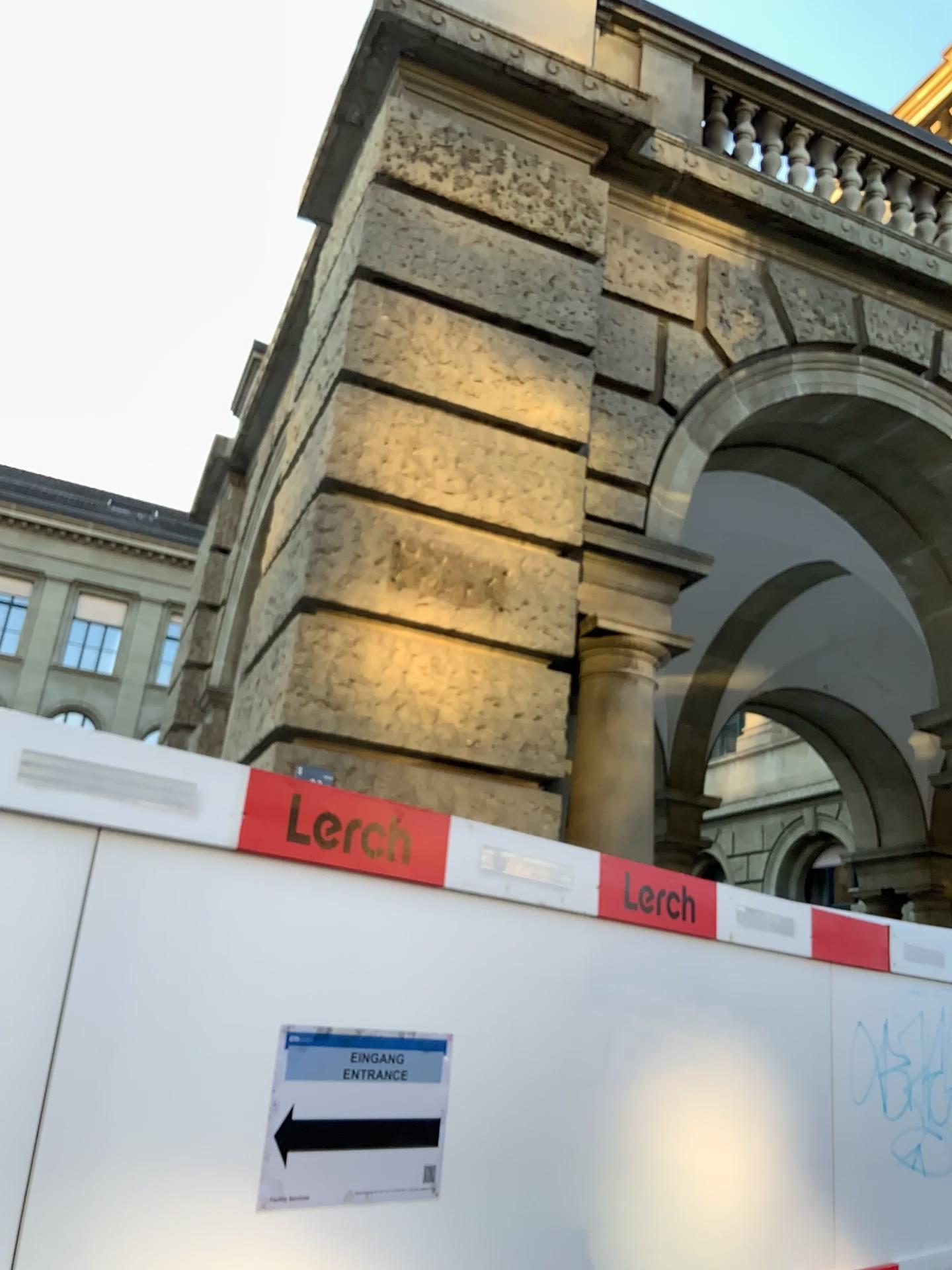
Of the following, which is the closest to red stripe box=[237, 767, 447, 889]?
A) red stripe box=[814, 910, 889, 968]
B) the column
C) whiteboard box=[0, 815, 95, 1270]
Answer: whiteboard box=[0, 815, 95, 1270]

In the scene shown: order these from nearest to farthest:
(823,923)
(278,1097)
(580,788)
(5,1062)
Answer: (5,1062)
(278,1097)
(823,923)
(580,788)

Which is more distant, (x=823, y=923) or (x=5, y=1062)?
(x=823, y=923)

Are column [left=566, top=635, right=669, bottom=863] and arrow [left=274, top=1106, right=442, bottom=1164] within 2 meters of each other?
no

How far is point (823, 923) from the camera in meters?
3.2 m

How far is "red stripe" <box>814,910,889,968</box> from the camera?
3.21m

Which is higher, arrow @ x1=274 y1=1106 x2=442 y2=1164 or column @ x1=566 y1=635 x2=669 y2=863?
→ column @ x1=566 y1=635 x2=669 y2=863

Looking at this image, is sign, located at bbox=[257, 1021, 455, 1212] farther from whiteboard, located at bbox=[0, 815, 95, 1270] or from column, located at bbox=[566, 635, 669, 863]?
column, located at bbox=[566, 635, 669, 863]

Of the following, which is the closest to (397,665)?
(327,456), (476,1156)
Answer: (327,456)

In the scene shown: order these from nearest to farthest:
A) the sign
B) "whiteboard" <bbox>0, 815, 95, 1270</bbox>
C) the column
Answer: "whiteboard" <bbox>0, 815, 95, 1270</bbox> → the sign → the column
